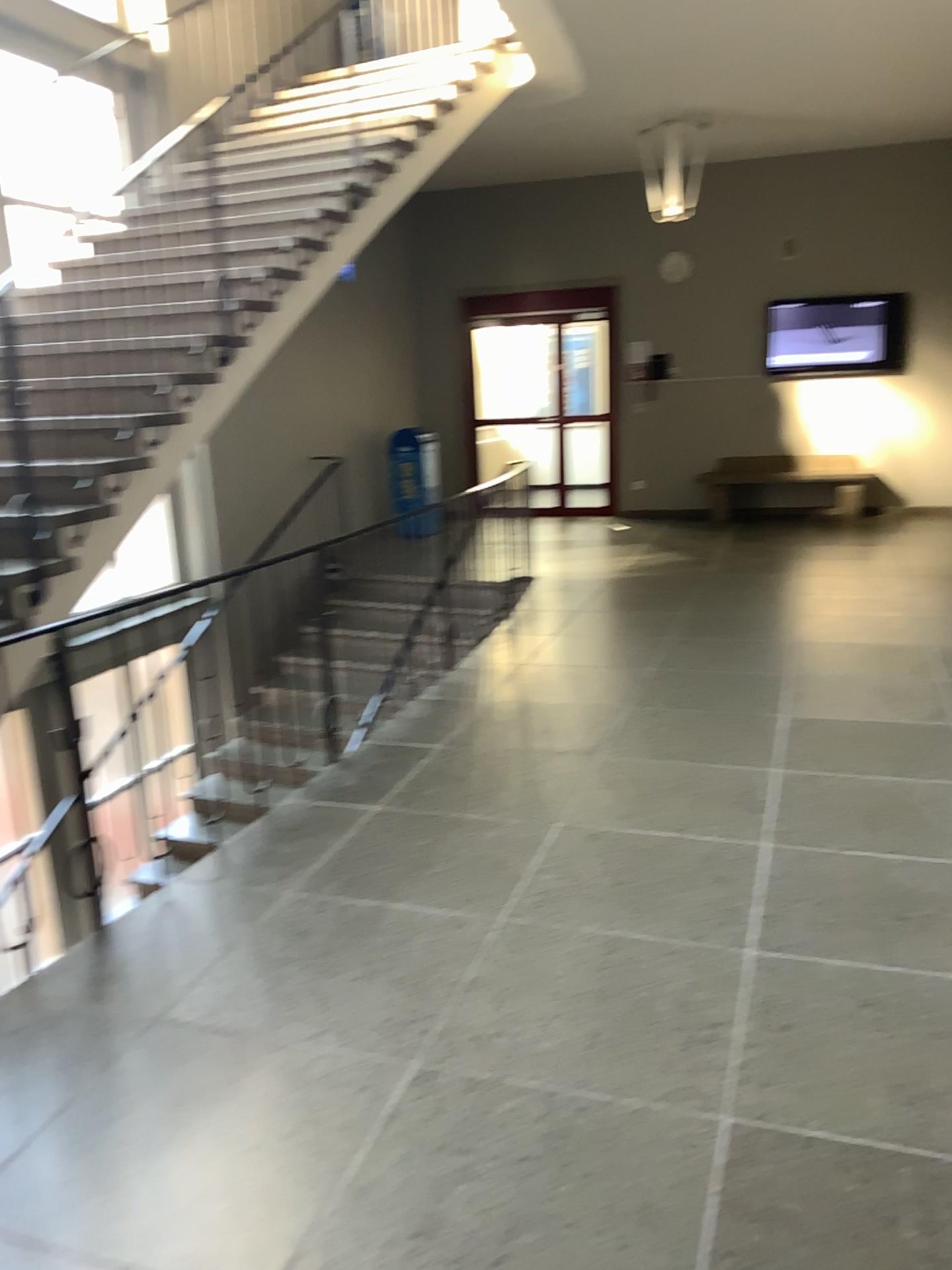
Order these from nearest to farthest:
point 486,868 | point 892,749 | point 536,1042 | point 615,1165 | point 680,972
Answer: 1. point 615,1165
2. point 536,1042
3. point 680,972
4. point 486,868
5. point 892,749
